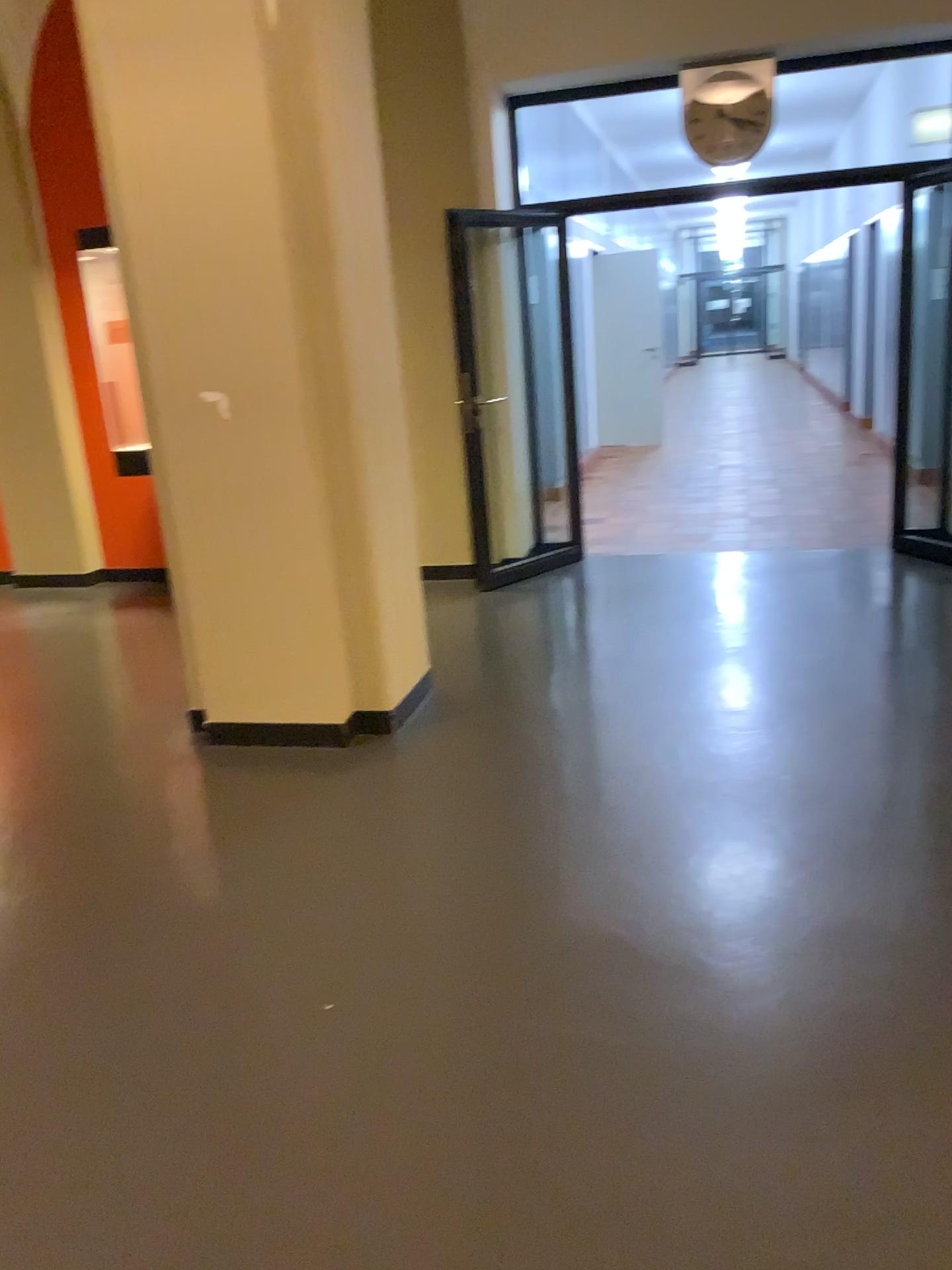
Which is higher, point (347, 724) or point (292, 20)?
point (292, 20)

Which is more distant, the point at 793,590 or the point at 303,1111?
the point at 793,590

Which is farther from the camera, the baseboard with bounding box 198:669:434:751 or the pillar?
the baseboard with bounding box 198:669:434:751

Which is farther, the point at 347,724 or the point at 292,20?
the point at 347,724
